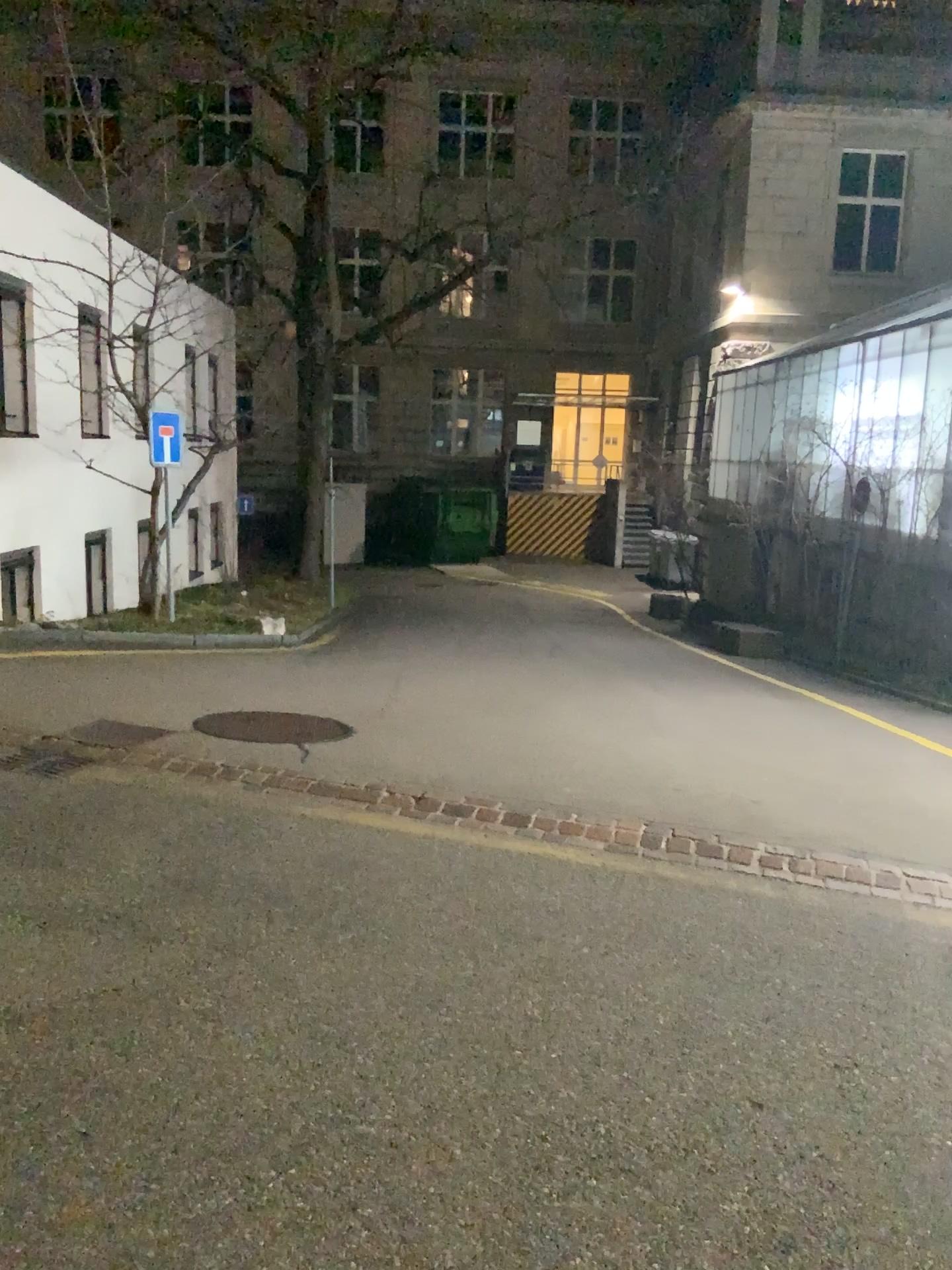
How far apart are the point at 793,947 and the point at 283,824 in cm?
224
